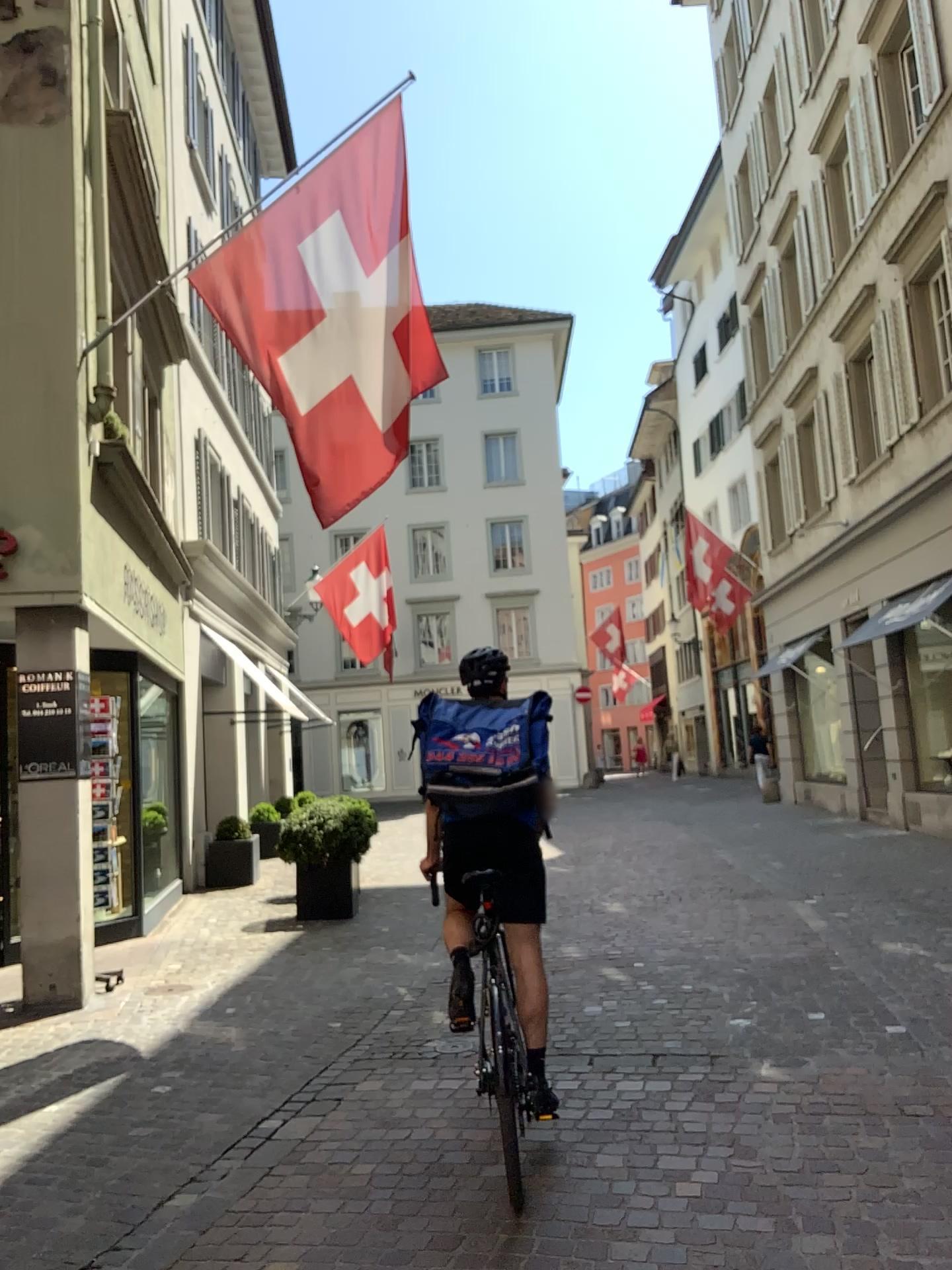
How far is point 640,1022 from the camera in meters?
5.2 m
